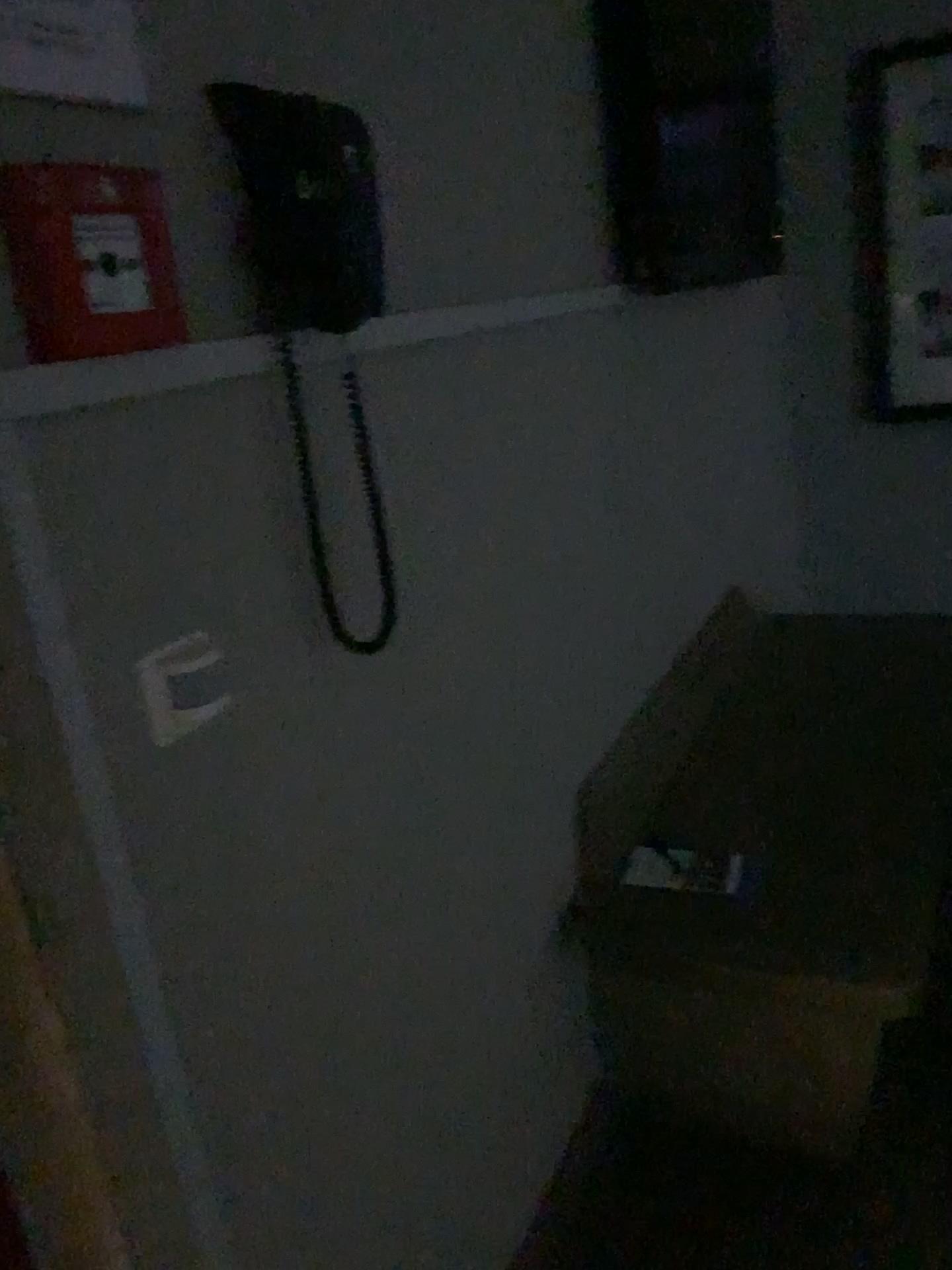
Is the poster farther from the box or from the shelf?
the shelf

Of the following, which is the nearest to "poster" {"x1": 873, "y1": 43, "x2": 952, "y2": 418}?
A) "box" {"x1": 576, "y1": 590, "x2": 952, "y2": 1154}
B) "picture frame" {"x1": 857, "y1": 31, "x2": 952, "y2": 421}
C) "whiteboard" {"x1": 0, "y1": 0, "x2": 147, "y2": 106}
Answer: "picture frame" {"x1": 857, "y1": 31, "x2": 952, "y2": 421}

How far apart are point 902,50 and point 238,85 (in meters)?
2.93

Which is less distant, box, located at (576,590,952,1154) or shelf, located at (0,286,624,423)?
shelf, located at (0,286,624,423)

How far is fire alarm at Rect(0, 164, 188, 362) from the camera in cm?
75

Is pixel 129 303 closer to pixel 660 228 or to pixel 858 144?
pixel 660 228

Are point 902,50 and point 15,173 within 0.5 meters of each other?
no

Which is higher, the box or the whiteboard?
the whiteboard

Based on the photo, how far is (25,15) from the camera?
0.76m

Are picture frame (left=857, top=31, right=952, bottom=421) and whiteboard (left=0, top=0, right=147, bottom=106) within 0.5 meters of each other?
no
